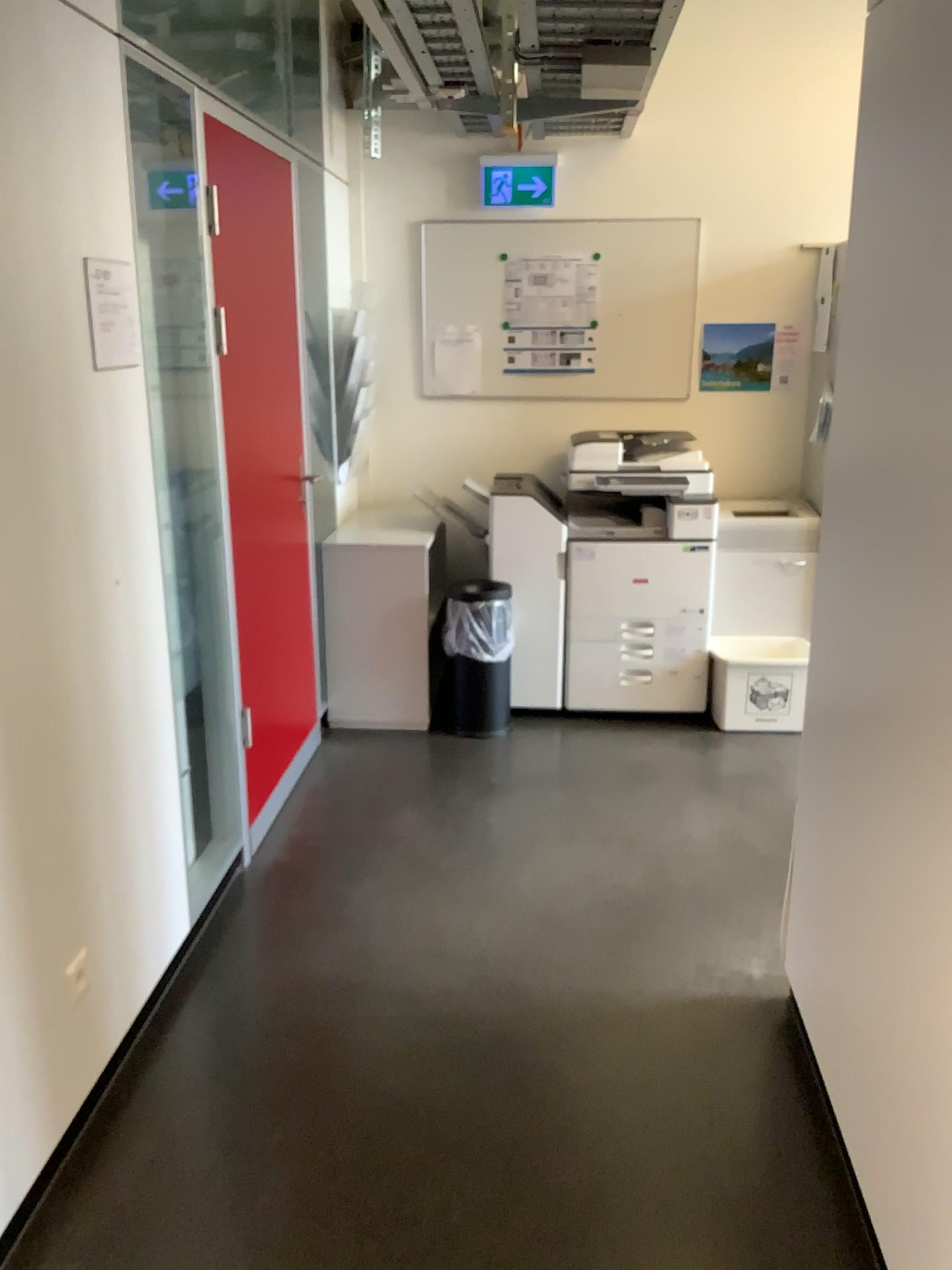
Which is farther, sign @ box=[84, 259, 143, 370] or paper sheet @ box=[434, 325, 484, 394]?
paper sheet @ box=[434, 325, 484, 394]

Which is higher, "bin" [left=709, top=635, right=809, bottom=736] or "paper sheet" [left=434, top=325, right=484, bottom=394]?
"paper sheet" [left=434, top=325, right=484, bottom=394]

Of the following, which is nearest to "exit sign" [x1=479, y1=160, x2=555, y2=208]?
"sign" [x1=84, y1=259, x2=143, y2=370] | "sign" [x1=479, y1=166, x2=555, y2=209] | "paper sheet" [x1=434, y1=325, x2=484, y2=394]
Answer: "sign" [x1=479, y1=166, x2=555, y2=209]

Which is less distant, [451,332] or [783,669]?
[783,669]

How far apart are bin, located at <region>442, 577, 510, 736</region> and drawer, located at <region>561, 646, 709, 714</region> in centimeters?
30cm

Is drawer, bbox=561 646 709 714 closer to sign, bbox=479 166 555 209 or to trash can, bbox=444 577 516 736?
trash can, bbox=444 577 516 736

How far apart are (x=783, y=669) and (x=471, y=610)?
1.3m

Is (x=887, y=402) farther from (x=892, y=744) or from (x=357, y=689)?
(x=357, y=689)

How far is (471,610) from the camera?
4.13m

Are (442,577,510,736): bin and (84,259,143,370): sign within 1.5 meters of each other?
no
